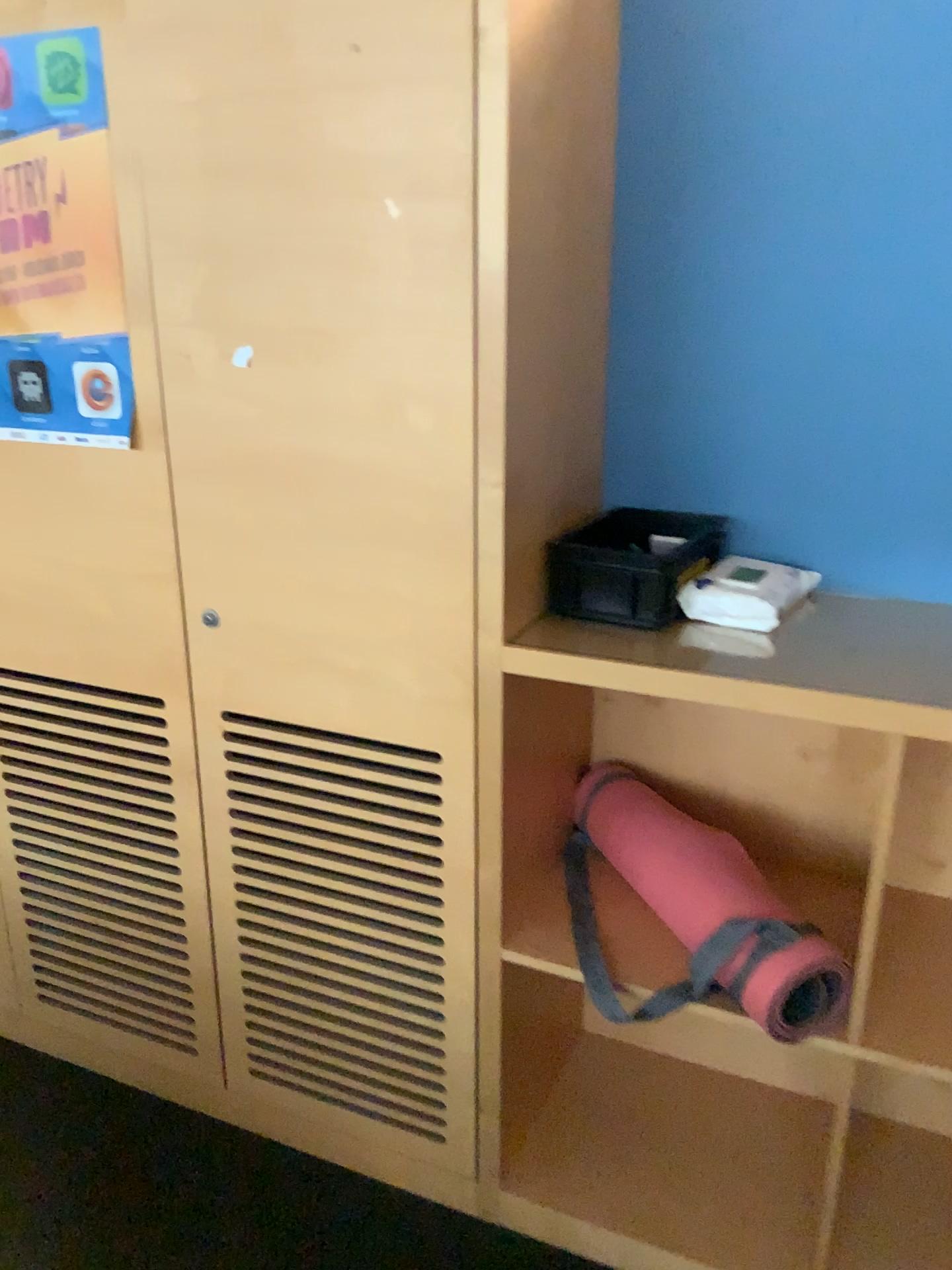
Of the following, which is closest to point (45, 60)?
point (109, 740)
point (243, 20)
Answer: point (243, 20)

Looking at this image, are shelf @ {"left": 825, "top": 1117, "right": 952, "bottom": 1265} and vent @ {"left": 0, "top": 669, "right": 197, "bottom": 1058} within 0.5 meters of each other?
no

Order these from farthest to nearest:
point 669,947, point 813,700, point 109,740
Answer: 1. point 109,740
2. point 669,947
3. point 813,700

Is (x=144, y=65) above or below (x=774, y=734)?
above

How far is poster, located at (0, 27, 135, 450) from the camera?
1.5m

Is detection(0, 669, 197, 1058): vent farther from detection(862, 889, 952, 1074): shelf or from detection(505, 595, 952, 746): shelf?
detection(862, 889, 952, 1074): shelf

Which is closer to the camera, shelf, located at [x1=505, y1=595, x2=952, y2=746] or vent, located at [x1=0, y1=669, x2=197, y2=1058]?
shelf, located at [x1=505, y1=595, x2=952, y2=746]

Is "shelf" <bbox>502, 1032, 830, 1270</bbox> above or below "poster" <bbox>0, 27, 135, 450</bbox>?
below

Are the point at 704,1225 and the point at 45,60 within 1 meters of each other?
no

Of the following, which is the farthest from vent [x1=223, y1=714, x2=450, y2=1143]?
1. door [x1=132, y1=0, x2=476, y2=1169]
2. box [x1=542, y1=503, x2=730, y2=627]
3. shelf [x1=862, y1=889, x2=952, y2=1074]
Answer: shelf [x1=862, y1=889, x2=952, y2=1074]
